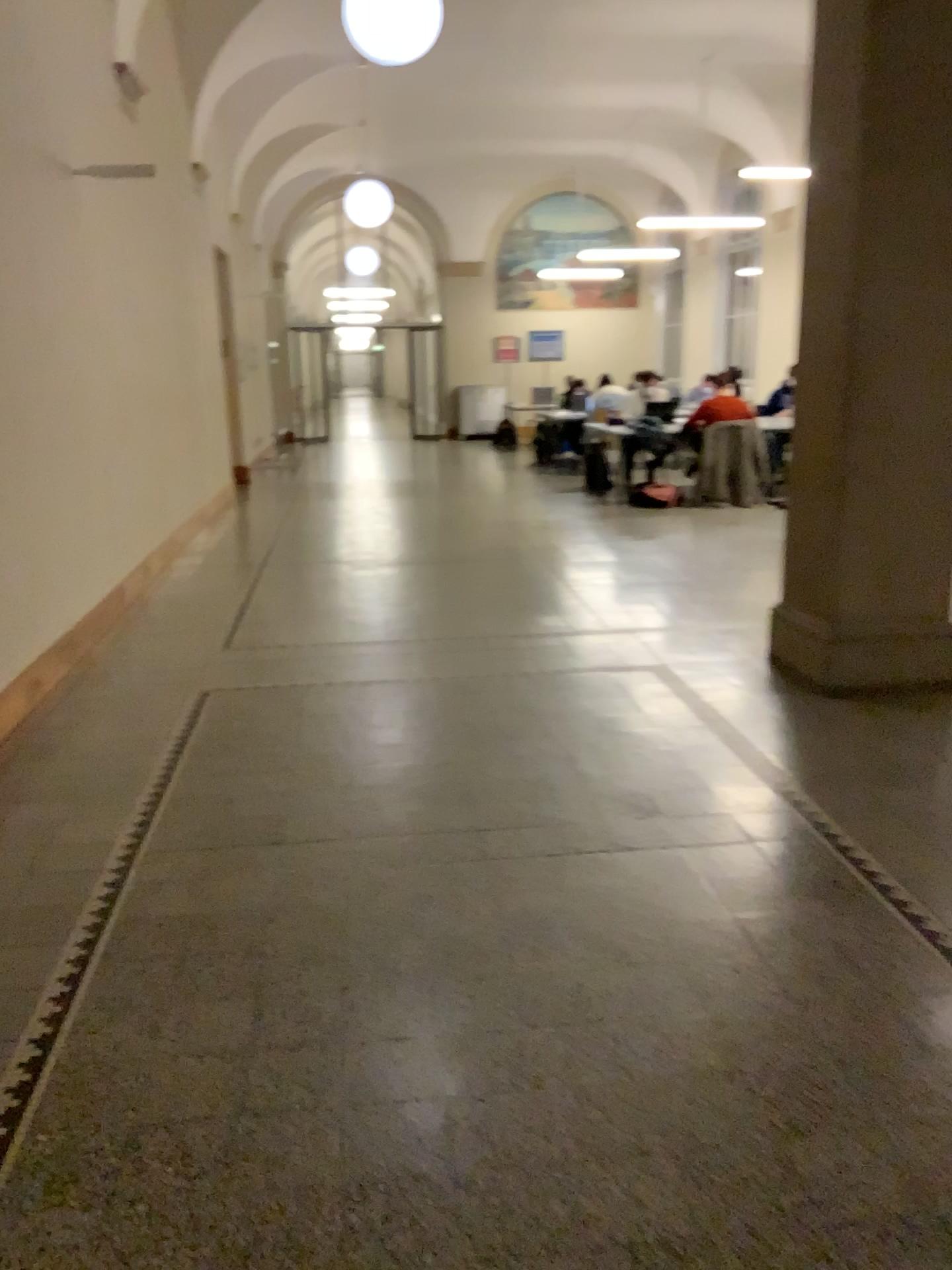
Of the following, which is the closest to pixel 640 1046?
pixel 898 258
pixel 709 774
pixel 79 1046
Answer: pixel 79 1046
